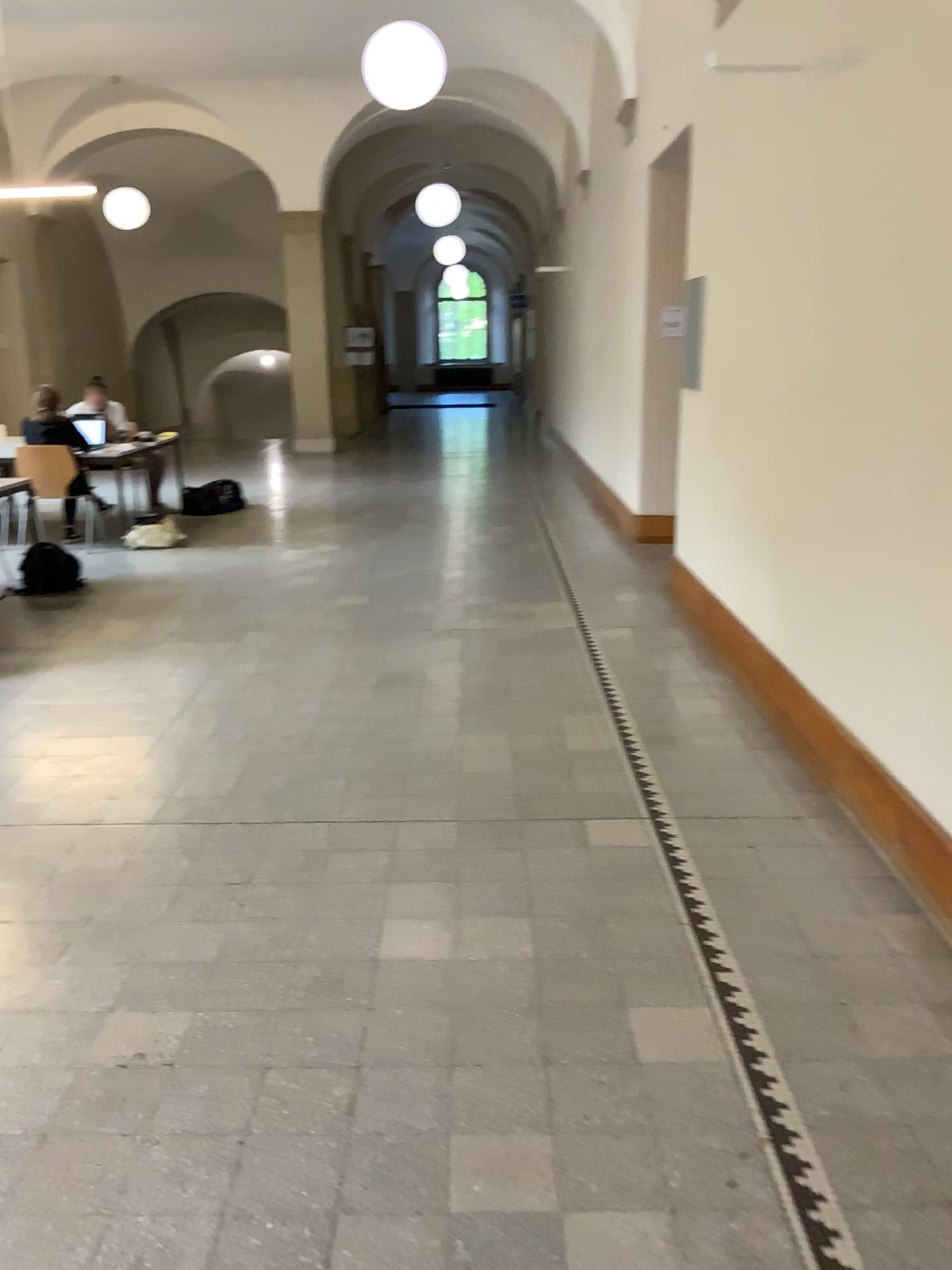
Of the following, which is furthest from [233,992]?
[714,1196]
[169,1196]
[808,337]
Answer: [808,337]
